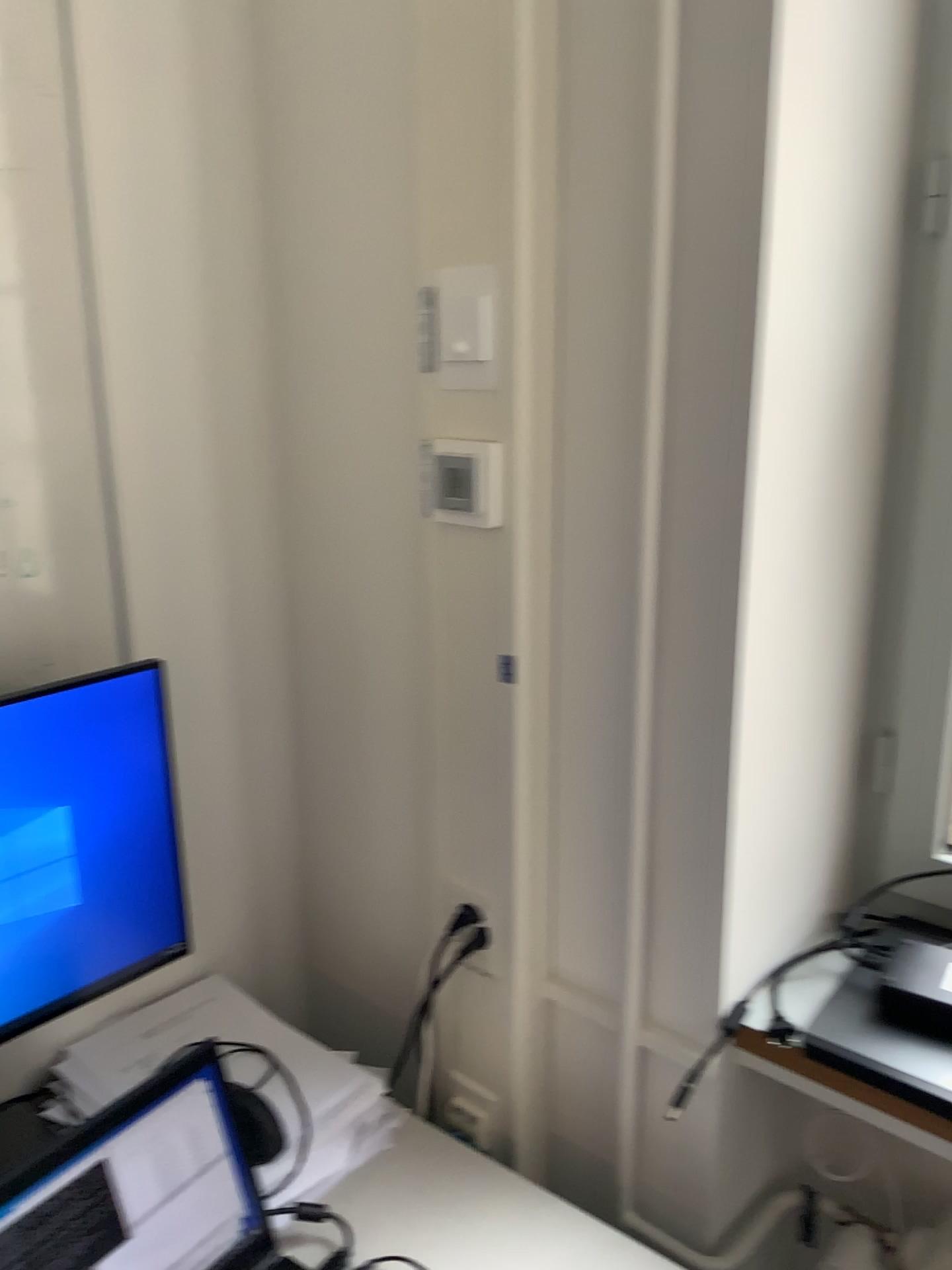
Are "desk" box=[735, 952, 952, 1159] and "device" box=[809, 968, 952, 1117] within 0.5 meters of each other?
yes

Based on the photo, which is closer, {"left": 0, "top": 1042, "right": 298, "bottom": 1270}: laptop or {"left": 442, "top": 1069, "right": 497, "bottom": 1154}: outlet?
{"left": 0, "top": 1042, "right": 298, "bottom": 1270}: laptop

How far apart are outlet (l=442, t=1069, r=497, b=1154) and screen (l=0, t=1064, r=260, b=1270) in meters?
0.3 m

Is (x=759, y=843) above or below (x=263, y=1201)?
above

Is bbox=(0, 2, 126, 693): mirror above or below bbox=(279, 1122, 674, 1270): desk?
above

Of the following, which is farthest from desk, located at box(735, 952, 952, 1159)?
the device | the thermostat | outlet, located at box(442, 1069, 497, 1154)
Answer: the thermostat

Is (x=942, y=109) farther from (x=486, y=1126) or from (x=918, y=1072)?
(x=486, y=1126)

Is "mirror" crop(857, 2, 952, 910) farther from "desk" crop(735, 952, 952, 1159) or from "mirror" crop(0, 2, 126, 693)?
"mirror" crop(0, 2, 126, 693)

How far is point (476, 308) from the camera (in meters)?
1.02

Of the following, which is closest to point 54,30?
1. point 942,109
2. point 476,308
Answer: point 476,308
